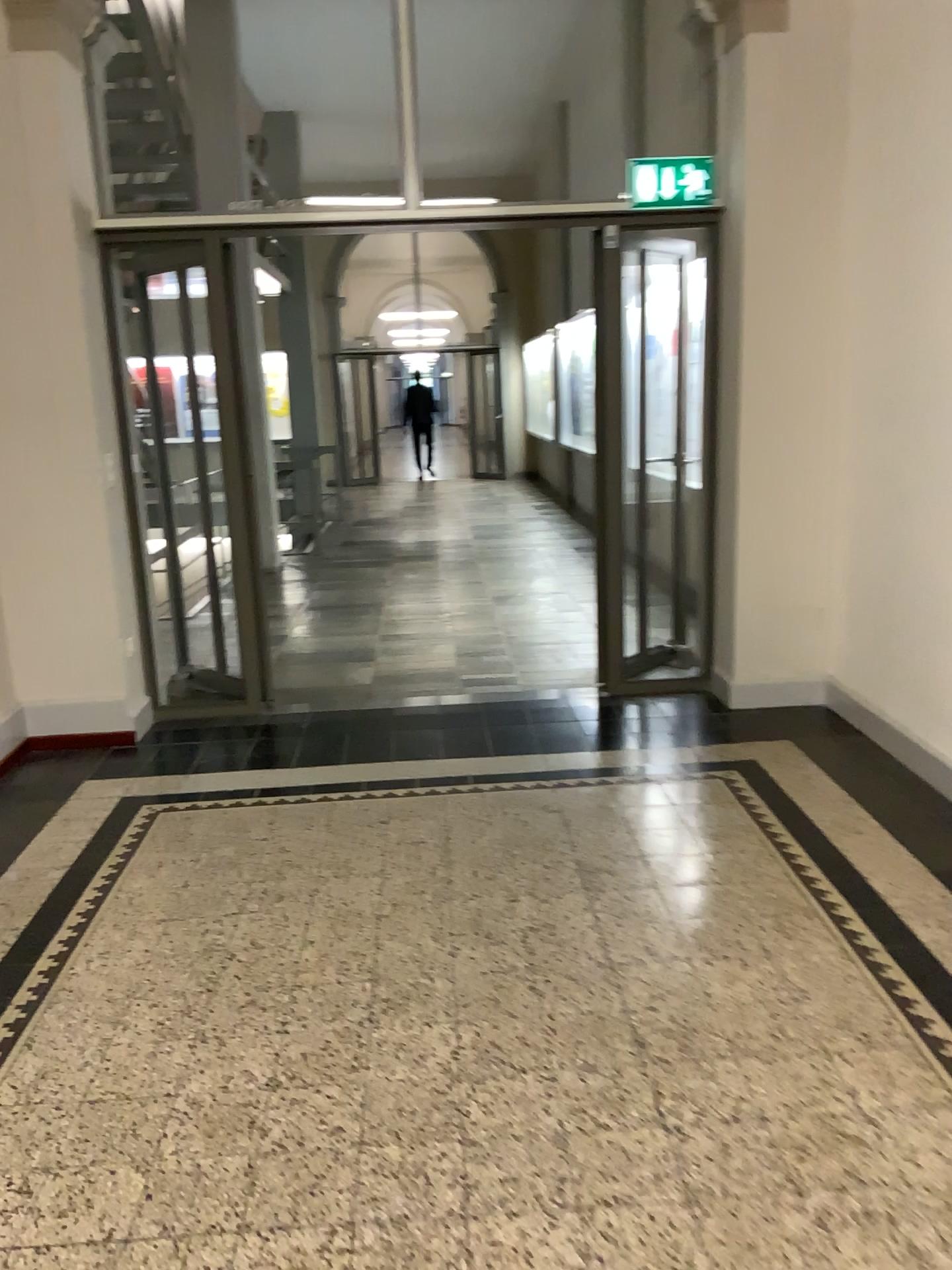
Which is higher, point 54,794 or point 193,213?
point 193,213

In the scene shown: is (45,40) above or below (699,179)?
above

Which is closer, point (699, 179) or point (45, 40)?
point (45, 40)

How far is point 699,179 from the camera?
4.49m

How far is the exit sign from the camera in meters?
4.5

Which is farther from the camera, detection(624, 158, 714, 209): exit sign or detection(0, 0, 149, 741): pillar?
detection(624, 158, 714, 209): exit sign
